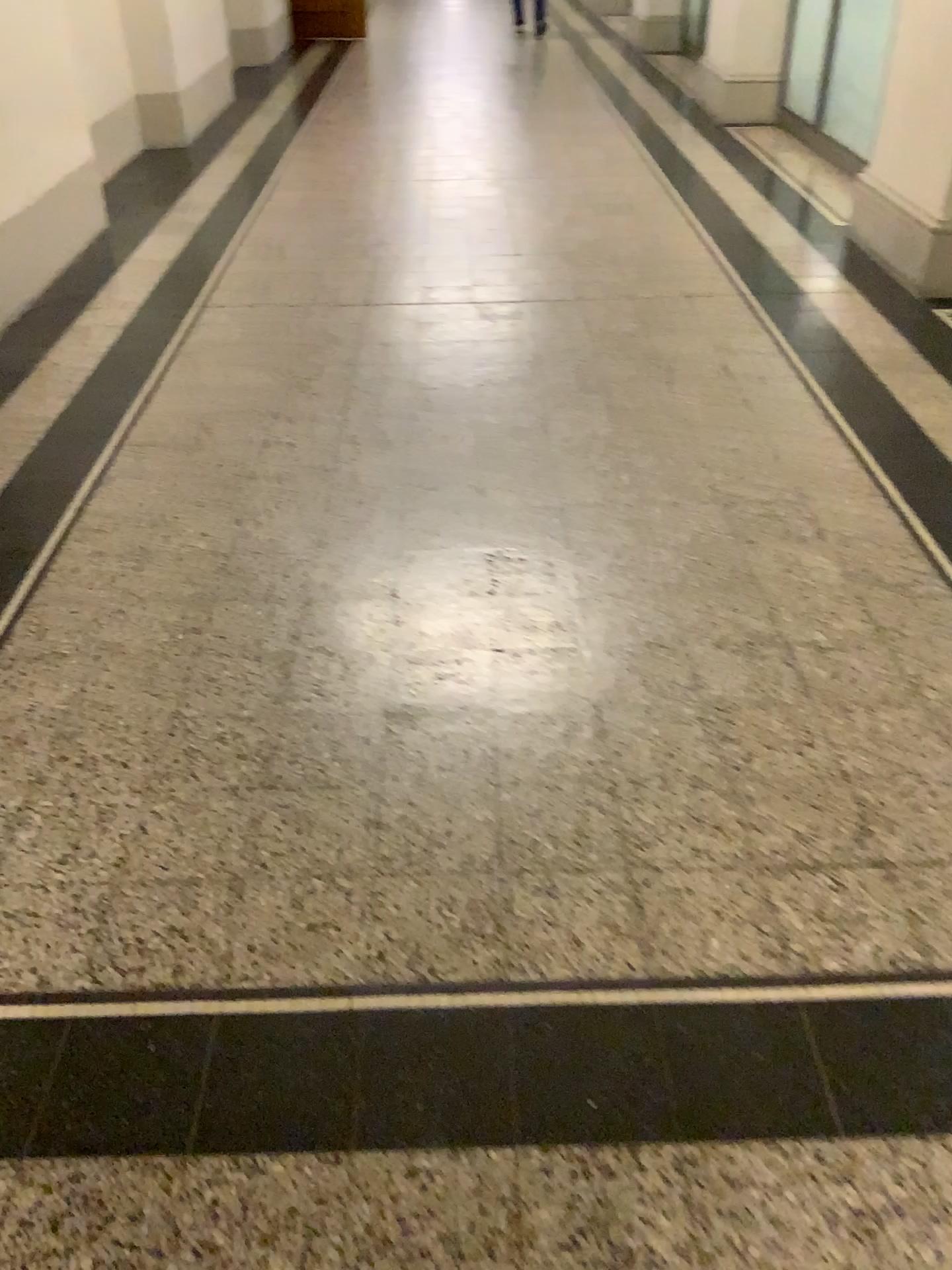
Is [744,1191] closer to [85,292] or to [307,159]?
[85,292]

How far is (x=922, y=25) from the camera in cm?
374

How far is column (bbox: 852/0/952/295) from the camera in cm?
374
